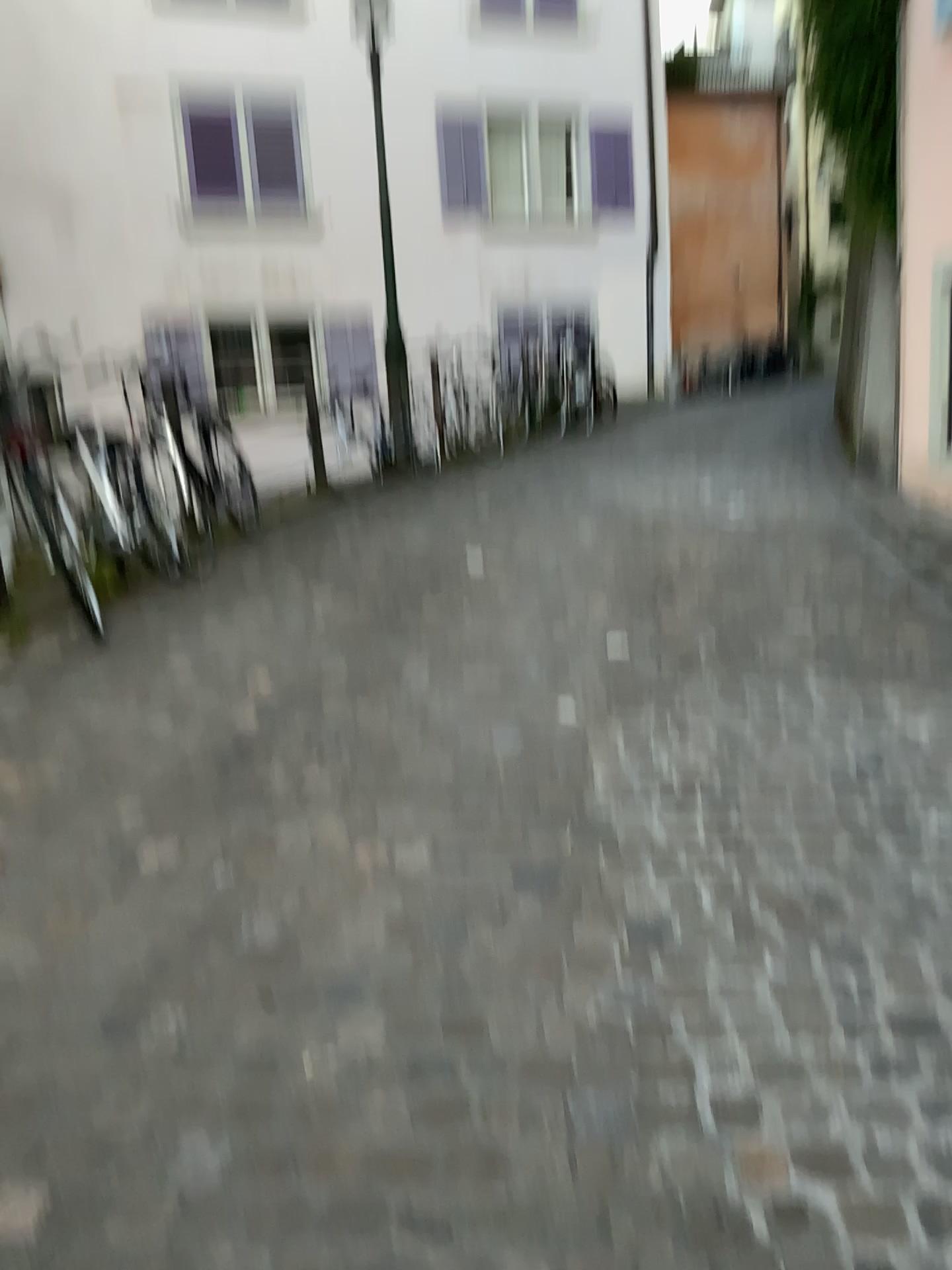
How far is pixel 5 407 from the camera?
4.1m

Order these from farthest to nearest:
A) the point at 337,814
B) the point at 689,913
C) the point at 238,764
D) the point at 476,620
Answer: the point at 476,620 → the point at 238,764 → the point at 337,814 → the point at 689,913

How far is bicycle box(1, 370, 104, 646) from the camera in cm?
410
